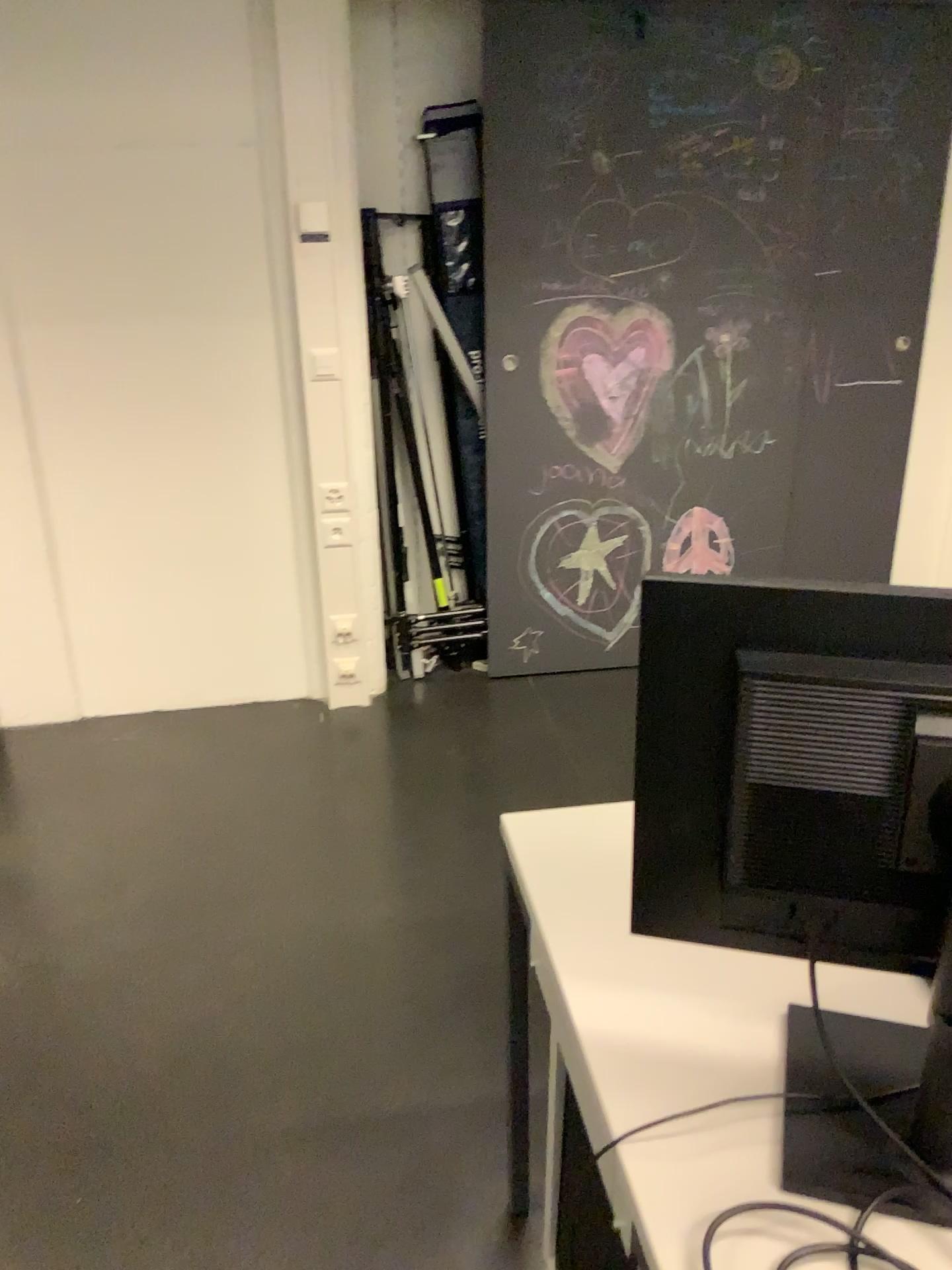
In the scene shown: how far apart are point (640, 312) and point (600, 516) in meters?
0.6 m

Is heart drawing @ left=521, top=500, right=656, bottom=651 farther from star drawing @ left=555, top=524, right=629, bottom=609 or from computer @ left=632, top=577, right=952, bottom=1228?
computer @ left=632, top=577, right=952, bottom=1228

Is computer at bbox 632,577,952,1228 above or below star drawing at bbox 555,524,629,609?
above

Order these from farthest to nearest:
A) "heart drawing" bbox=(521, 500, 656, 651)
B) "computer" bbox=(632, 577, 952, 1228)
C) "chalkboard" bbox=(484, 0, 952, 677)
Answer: "heart drawing" bbox=(521, 500, 656, 651) < "chalkboard" bbox=(484, 0, 952, 677) < "computer" bbox=(632, 577, 952, 1228)

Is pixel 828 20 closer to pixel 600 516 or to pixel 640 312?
pixel 640 312

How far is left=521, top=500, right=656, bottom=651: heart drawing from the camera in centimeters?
344cm

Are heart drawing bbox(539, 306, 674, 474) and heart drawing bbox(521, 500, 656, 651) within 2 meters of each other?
yes

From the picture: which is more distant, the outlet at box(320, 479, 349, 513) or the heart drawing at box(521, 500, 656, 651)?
the heart drawing at box(521, 500, 656, 651)

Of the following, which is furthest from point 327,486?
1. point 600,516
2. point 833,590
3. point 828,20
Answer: point 833,590

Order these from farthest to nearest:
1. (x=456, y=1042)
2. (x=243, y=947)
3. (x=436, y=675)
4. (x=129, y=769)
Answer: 1. (x=436, y=675)
2. (x=129, y=769)
3. (x=243, y=947)
4. (x=456, y=1042)
